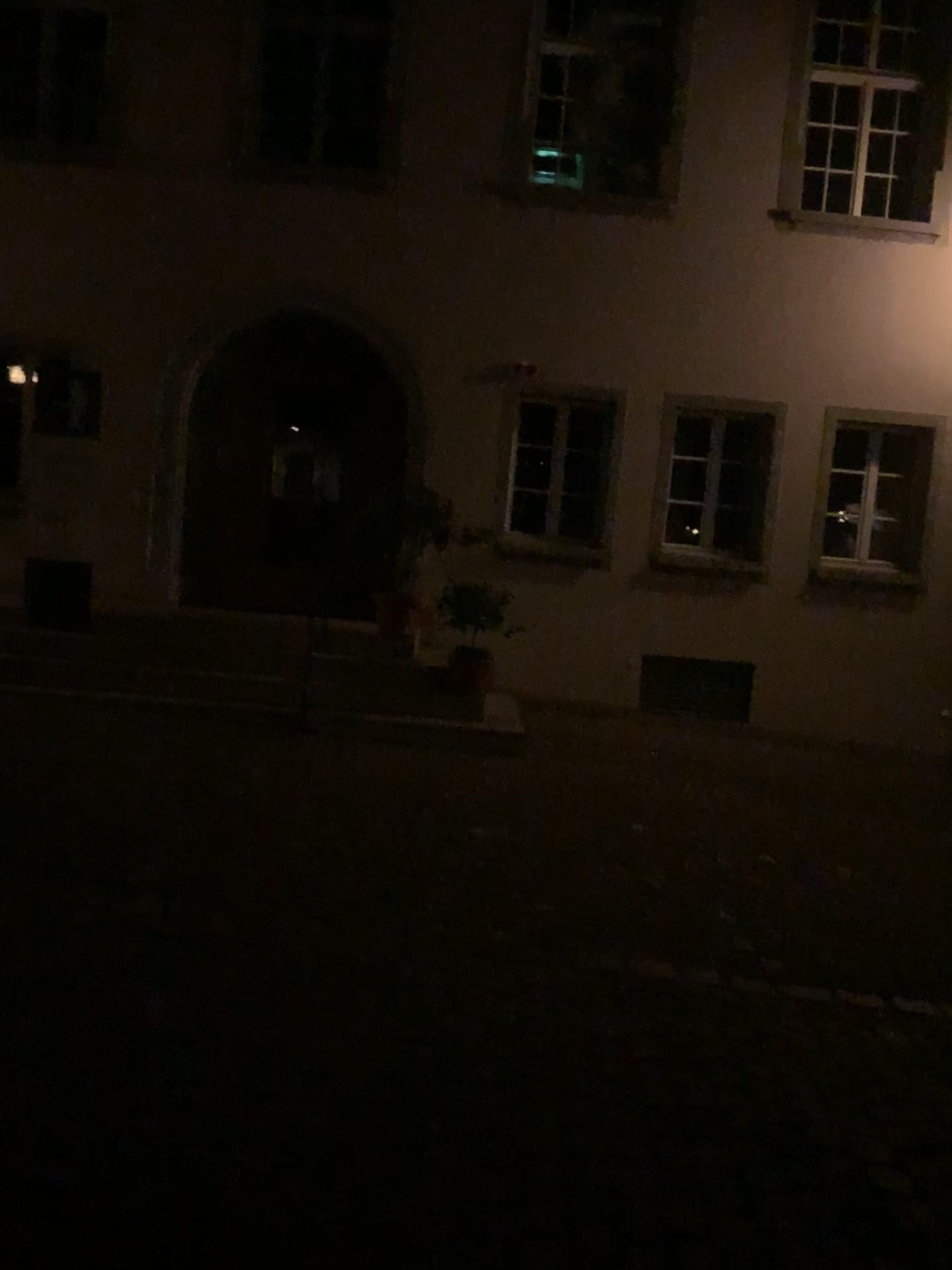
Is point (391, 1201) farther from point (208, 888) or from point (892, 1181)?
point (208, 888)
